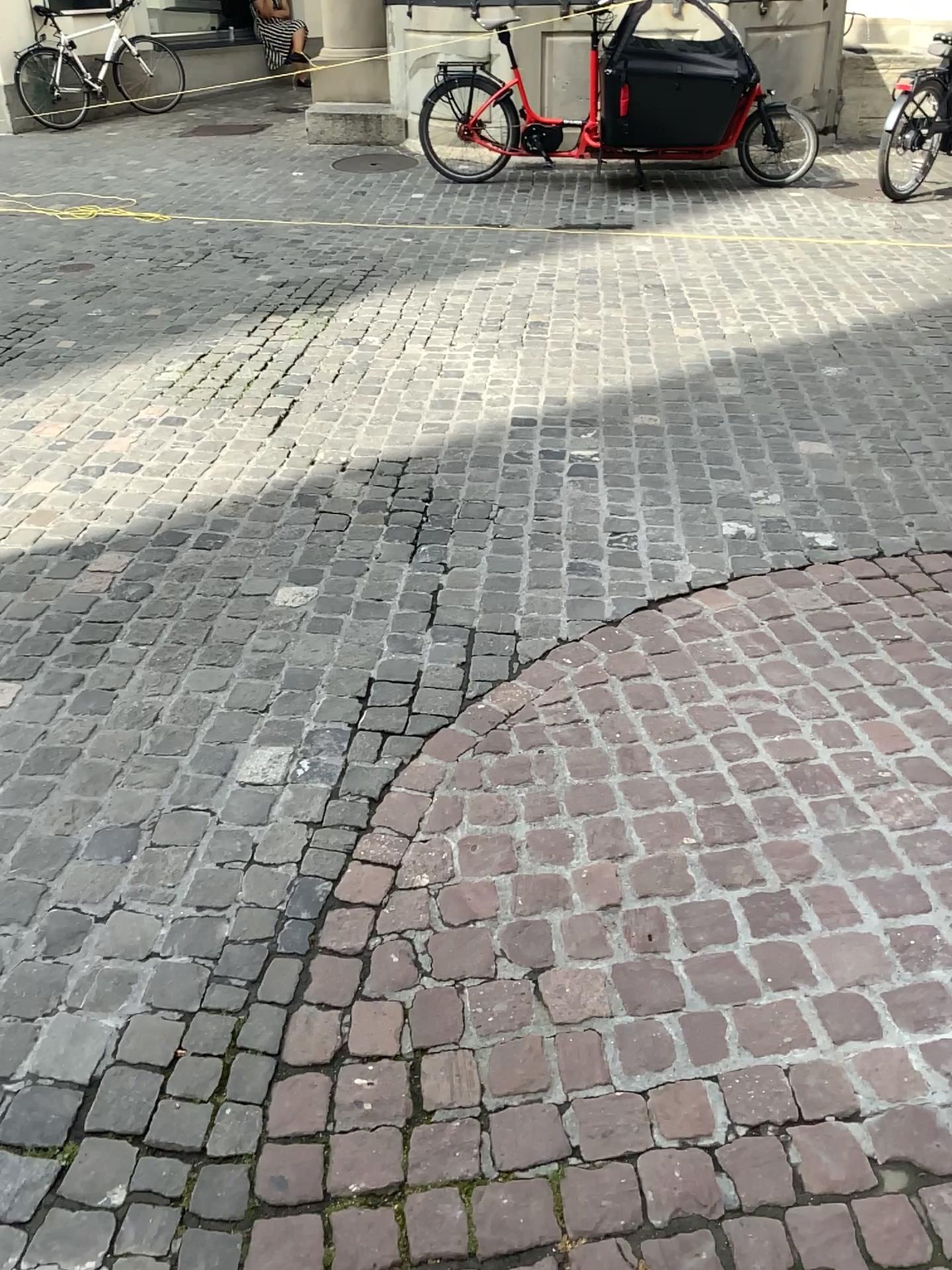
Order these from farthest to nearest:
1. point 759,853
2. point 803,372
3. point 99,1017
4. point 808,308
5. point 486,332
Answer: point 808,308, point 486,332, point 803,372, point 759,853, point 99,1017
